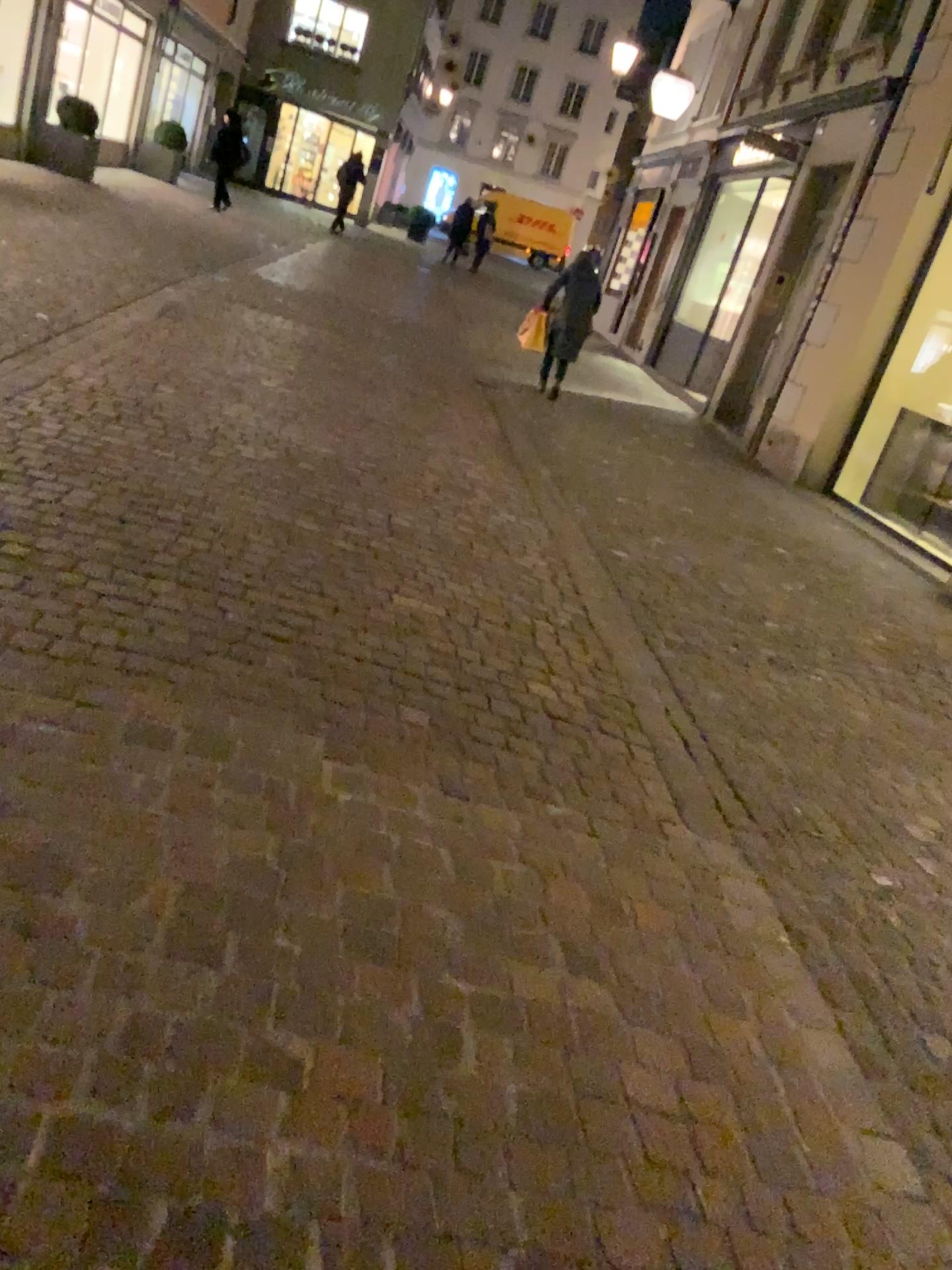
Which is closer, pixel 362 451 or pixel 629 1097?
pixel 629 1097
